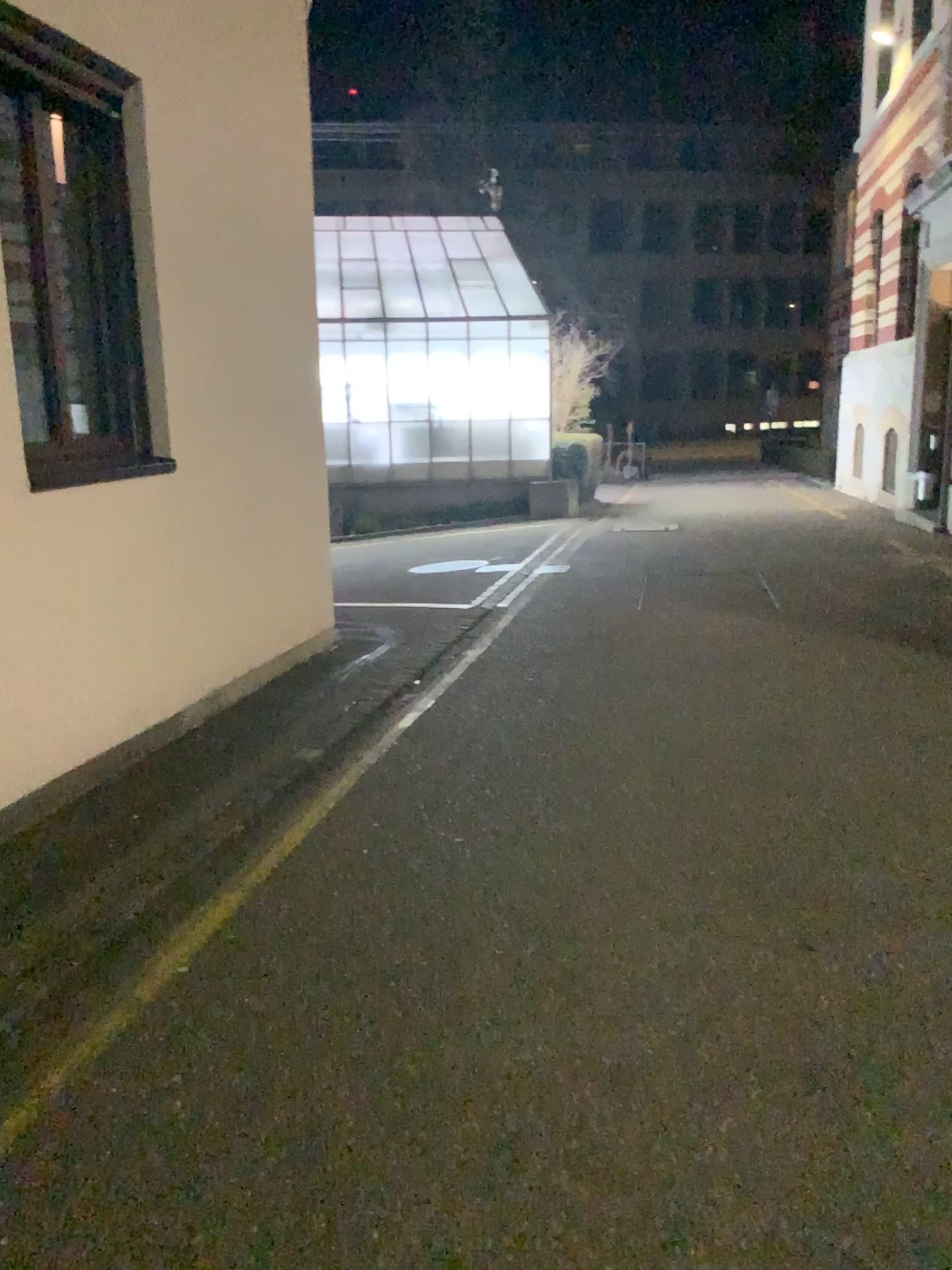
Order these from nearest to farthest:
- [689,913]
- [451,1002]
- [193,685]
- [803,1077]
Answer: [803,1077] → [451,1002] → [689,913] → [193,685]
